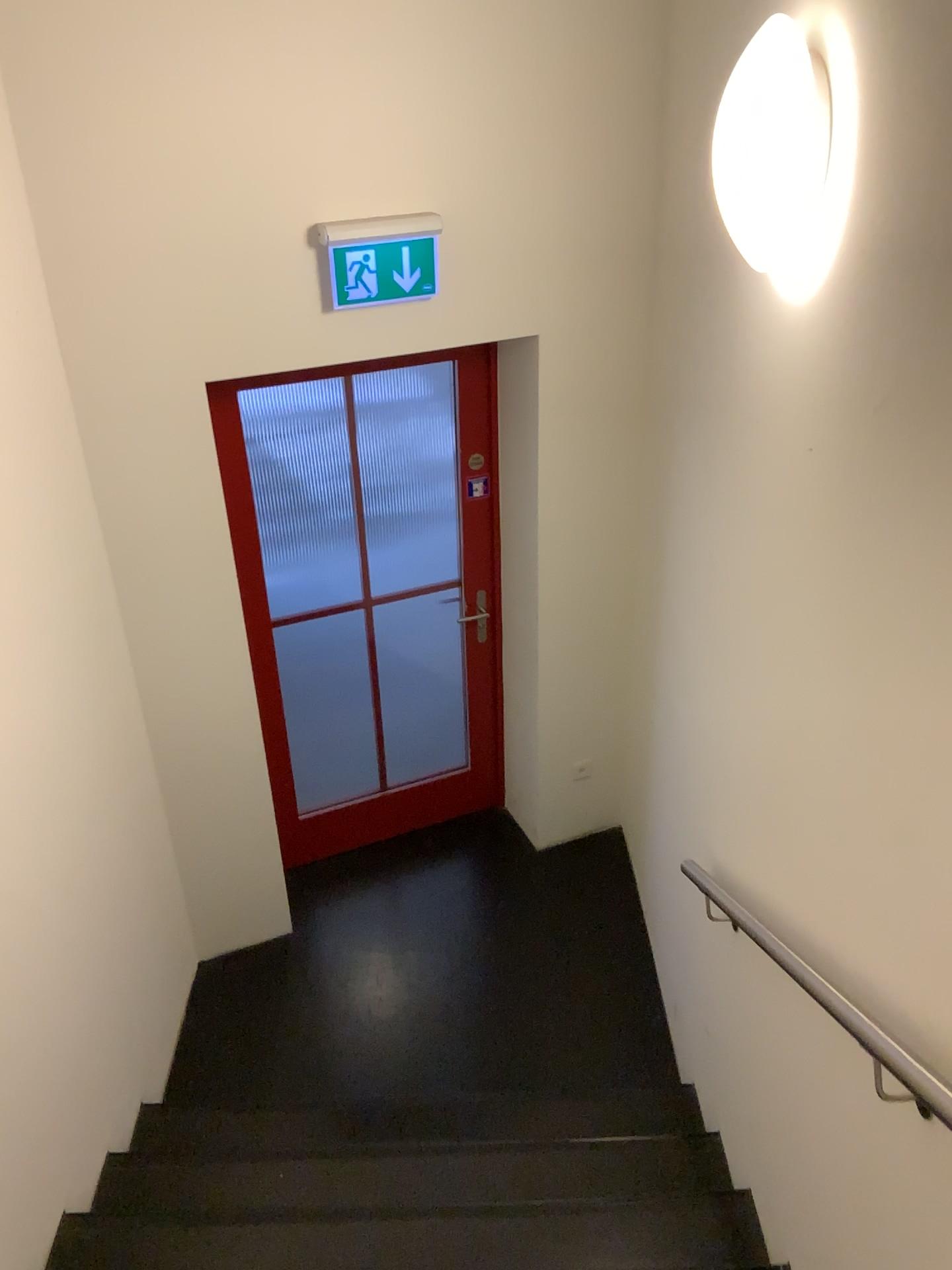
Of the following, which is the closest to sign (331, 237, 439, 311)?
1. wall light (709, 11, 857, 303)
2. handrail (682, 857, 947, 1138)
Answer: wall light (709, 11, 857, 303)

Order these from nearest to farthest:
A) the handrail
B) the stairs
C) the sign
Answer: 1. the handrail
2. the stairs
3. the sign

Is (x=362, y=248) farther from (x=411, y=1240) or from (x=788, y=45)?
(x=411, y=1240)

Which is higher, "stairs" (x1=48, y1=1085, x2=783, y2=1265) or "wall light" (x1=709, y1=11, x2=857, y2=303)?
"wall light" (x1=709, y1=11, x2=857, y2=303)

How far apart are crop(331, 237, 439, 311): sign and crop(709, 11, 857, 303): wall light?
1.3 meters

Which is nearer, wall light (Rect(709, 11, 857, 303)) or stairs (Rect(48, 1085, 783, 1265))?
wall light (Rect(709, 11, 857, 303))

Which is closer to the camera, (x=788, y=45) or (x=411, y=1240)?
(x=788, y=45)

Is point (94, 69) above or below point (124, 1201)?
above

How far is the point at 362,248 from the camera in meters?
2.9 m

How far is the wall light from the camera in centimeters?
173cm
